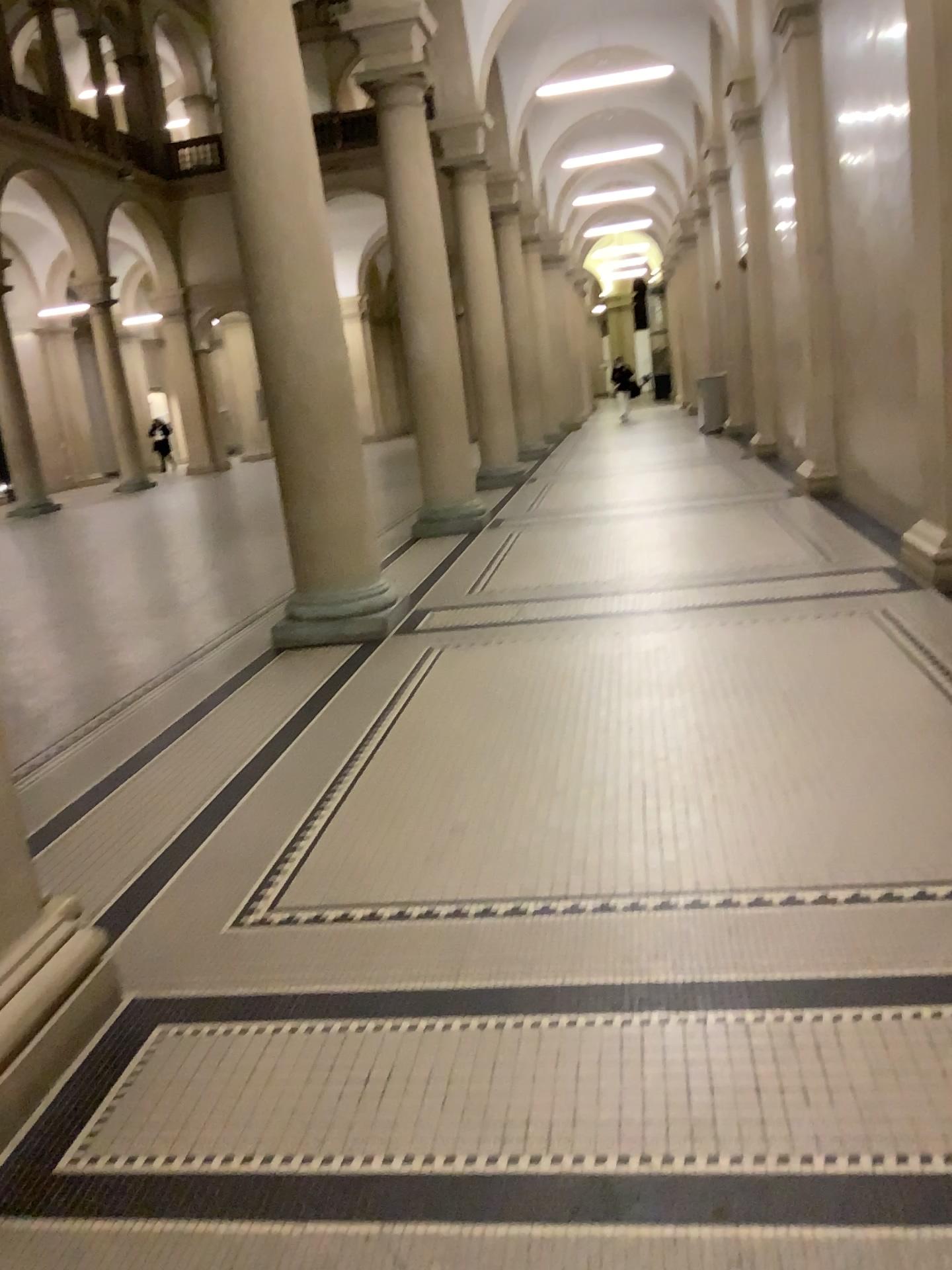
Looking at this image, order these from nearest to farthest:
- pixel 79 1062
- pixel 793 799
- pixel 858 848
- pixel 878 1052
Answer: pixel 878 1052, pixel 79 1062, pixel 858 848, pixel 793 799
